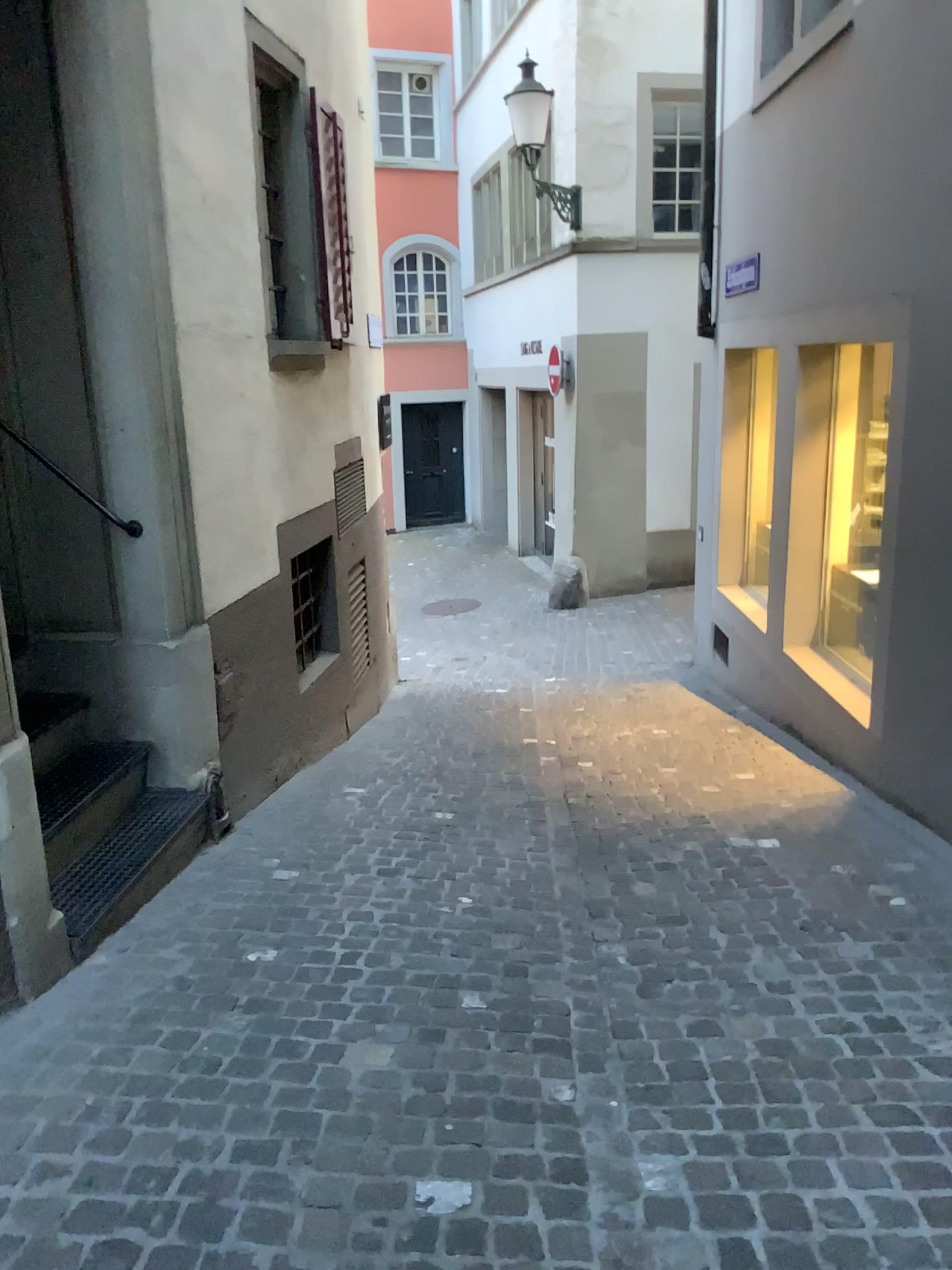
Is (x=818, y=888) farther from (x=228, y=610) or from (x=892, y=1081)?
(x=228, y=610)
